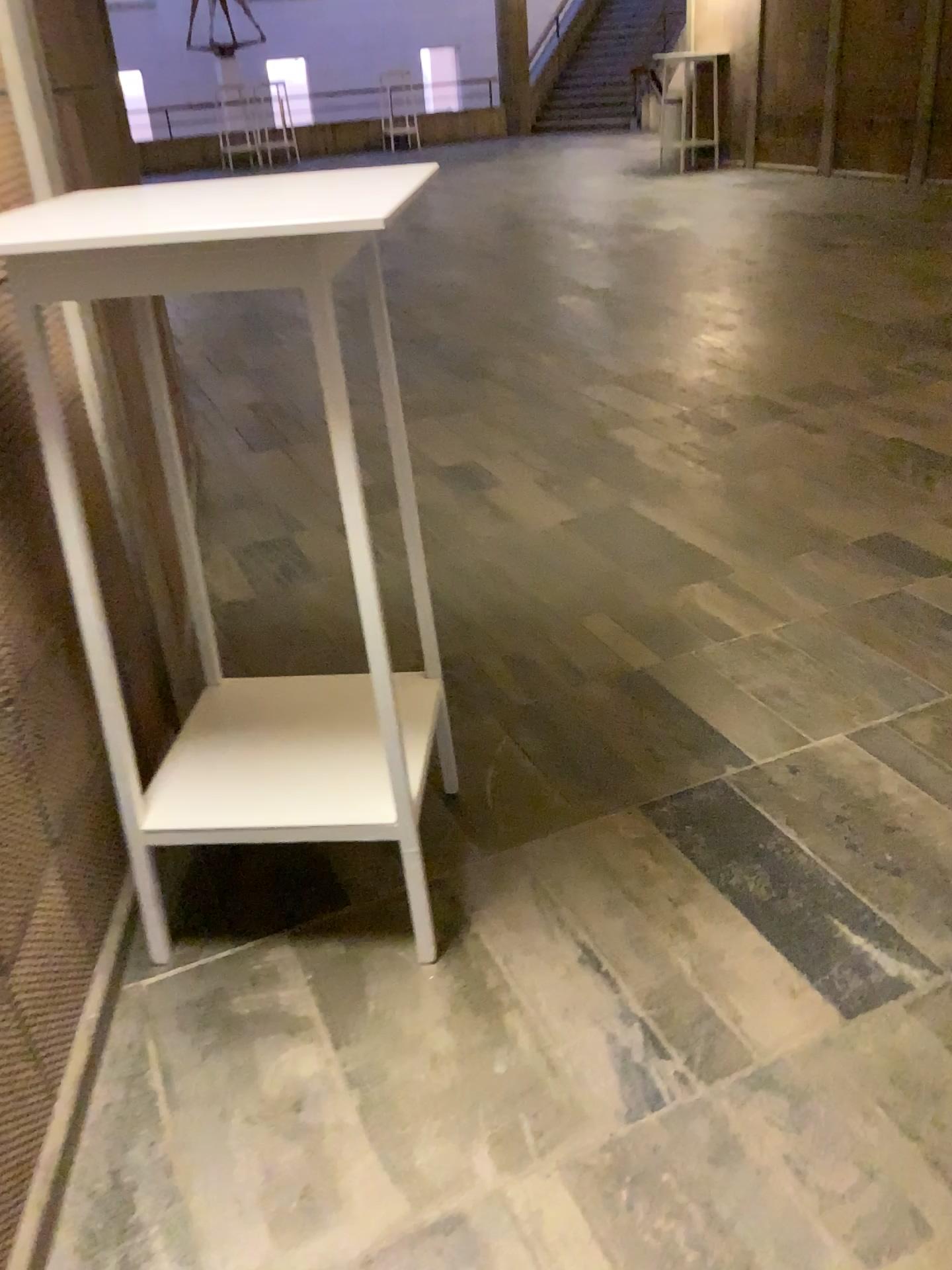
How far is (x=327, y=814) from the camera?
1.7m

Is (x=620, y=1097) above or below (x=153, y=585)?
below

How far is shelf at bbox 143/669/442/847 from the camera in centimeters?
165cm

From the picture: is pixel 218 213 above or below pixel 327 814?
above
